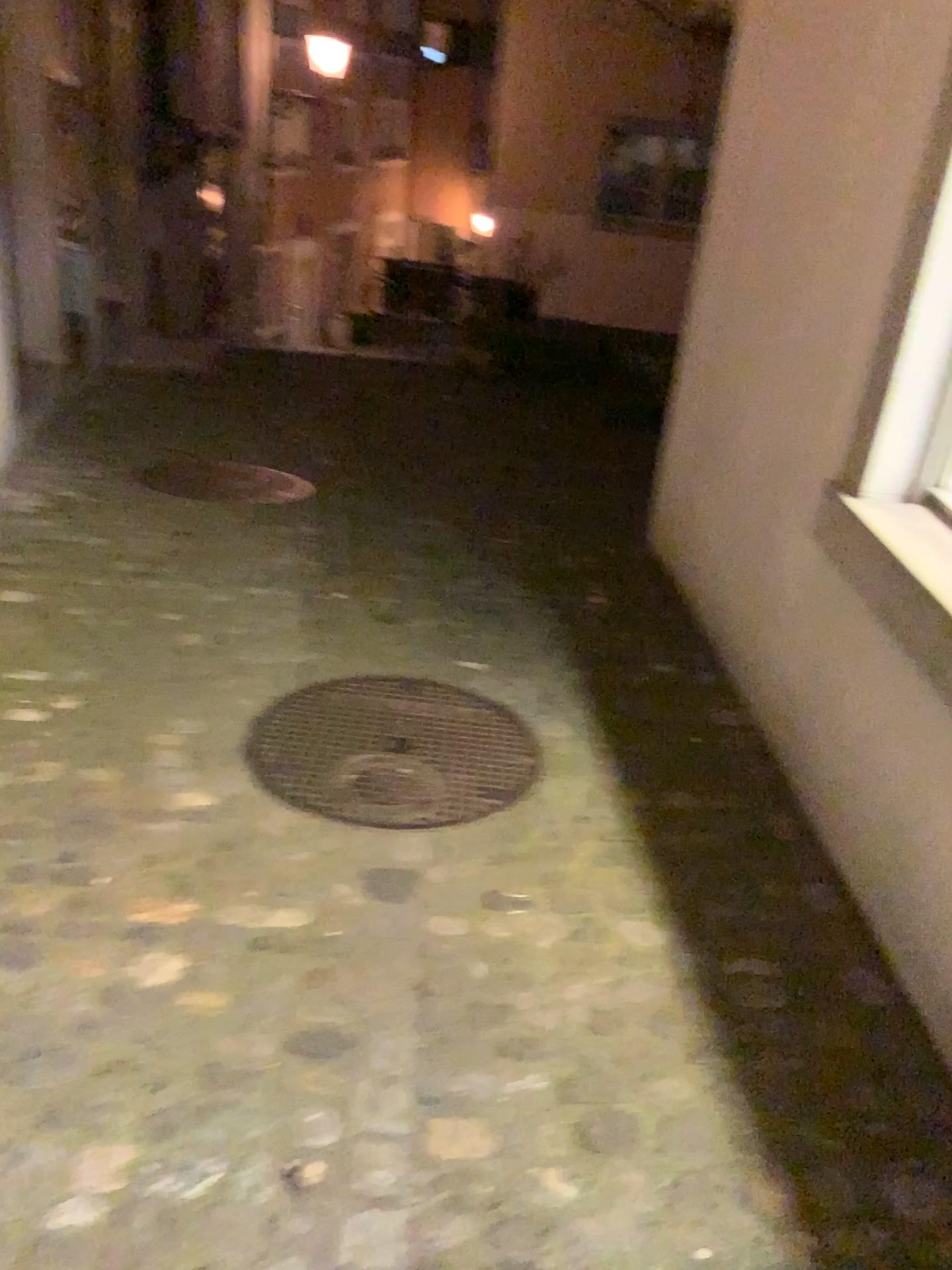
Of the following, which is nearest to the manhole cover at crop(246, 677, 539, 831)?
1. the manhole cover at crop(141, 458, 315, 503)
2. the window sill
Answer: the window sill

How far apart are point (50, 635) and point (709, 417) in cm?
195

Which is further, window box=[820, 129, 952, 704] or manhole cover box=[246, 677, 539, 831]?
manhole cover box=[246, 677, 539, 831]

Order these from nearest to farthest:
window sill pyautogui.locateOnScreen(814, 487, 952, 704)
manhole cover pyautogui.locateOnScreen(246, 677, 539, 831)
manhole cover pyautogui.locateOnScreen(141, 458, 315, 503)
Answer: window sill pyautogui.locateOnScreen(814, 487, 952, 704), manhole cover pyautogui.locateOnScreen(246, 677, 539, 831), manhole cover pyautogui.locateOnScreen(141, 458, 315, 503)

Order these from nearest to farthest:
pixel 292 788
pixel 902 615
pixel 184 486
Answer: pixel 902 615 → pixel 292 788 → pixel 184 486

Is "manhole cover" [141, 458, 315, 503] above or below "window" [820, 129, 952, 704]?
below

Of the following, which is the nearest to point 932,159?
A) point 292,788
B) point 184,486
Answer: Result: point 292,788

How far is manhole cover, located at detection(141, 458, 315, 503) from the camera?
4.3m

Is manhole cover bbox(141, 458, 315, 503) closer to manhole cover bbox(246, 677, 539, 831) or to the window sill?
manhole cover bbox(246, 677, 539, 831)

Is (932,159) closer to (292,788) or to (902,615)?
(902,615)
